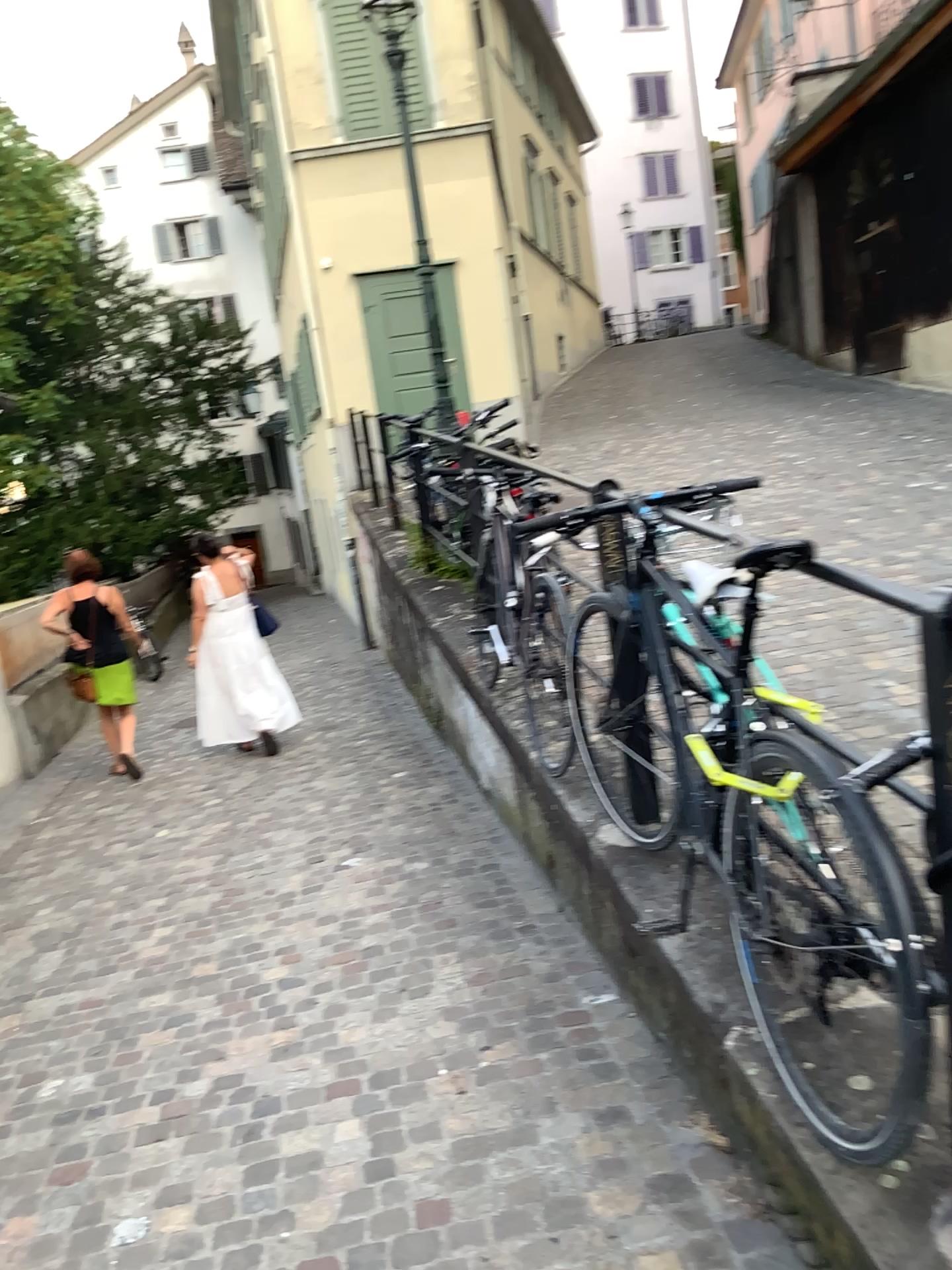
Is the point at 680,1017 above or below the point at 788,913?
below
